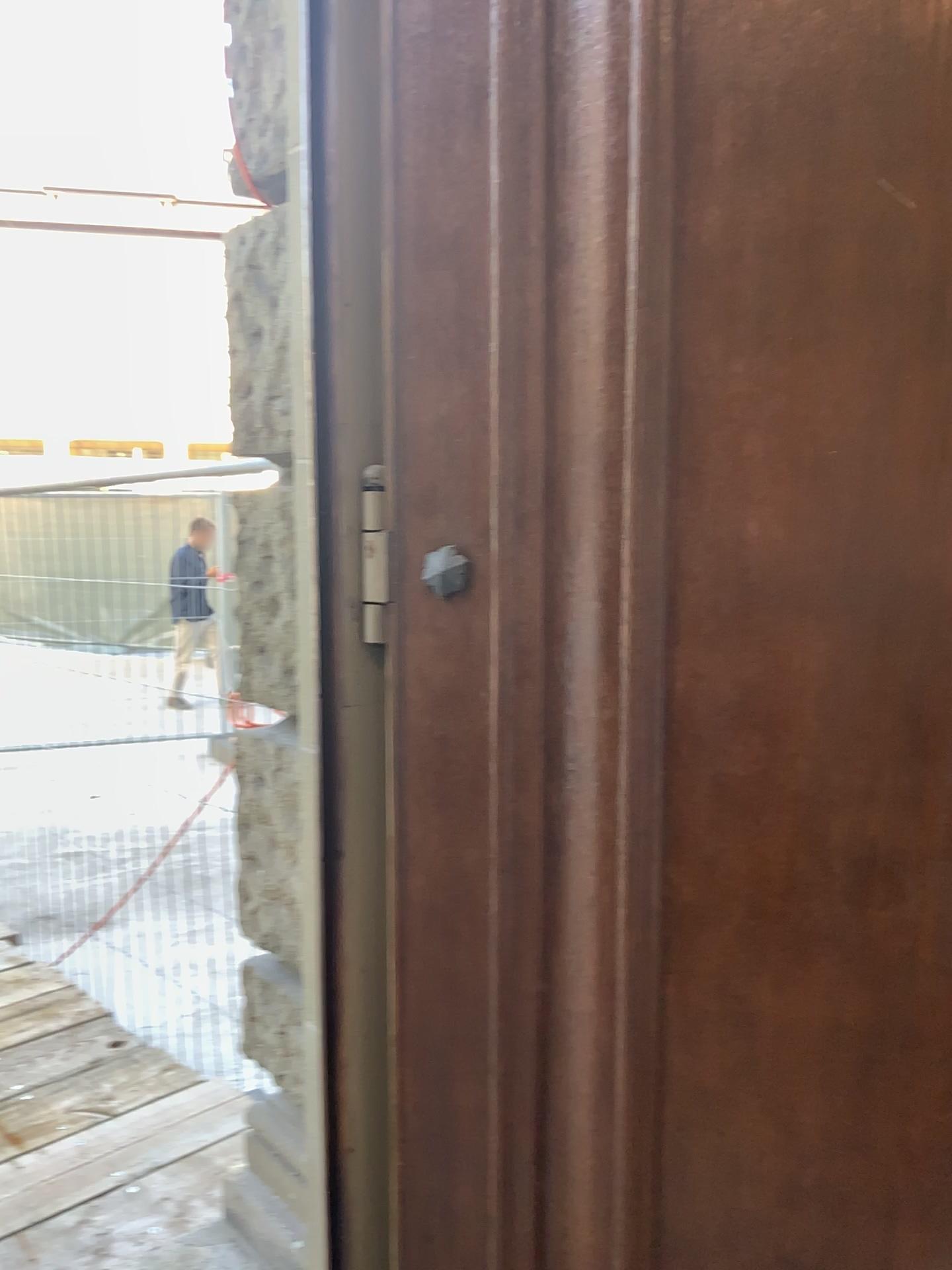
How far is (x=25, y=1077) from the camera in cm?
291

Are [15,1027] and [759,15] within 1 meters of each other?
no

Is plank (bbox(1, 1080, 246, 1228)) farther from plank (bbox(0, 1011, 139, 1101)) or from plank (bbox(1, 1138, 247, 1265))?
plank (bbox(0, 1011, 139, 1101))

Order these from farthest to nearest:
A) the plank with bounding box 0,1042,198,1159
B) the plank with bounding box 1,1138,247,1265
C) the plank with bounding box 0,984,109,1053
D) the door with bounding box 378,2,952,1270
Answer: the plank with bounding box 0,984,109,1053
the plank with bounding box 0,1042,198,1159
the plank with bounding box 1,1138,247,1265
the door with bounding box 378,2,952,1270

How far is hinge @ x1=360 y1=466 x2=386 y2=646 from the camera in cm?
135

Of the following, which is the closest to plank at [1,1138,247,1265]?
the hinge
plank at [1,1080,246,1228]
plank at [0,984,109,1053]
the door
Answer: plank at [1,1080,246,1228]

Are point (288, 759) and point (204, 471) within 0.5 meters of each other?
no

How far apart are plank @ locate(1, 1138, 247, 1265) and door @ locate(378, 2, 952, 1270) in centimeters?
113cm

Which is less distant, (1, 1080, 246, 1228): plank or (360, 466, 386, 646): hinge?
(360, 466, 386, 646): hinge

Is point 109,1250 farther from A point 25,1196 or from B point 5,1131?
B point 5,1131
